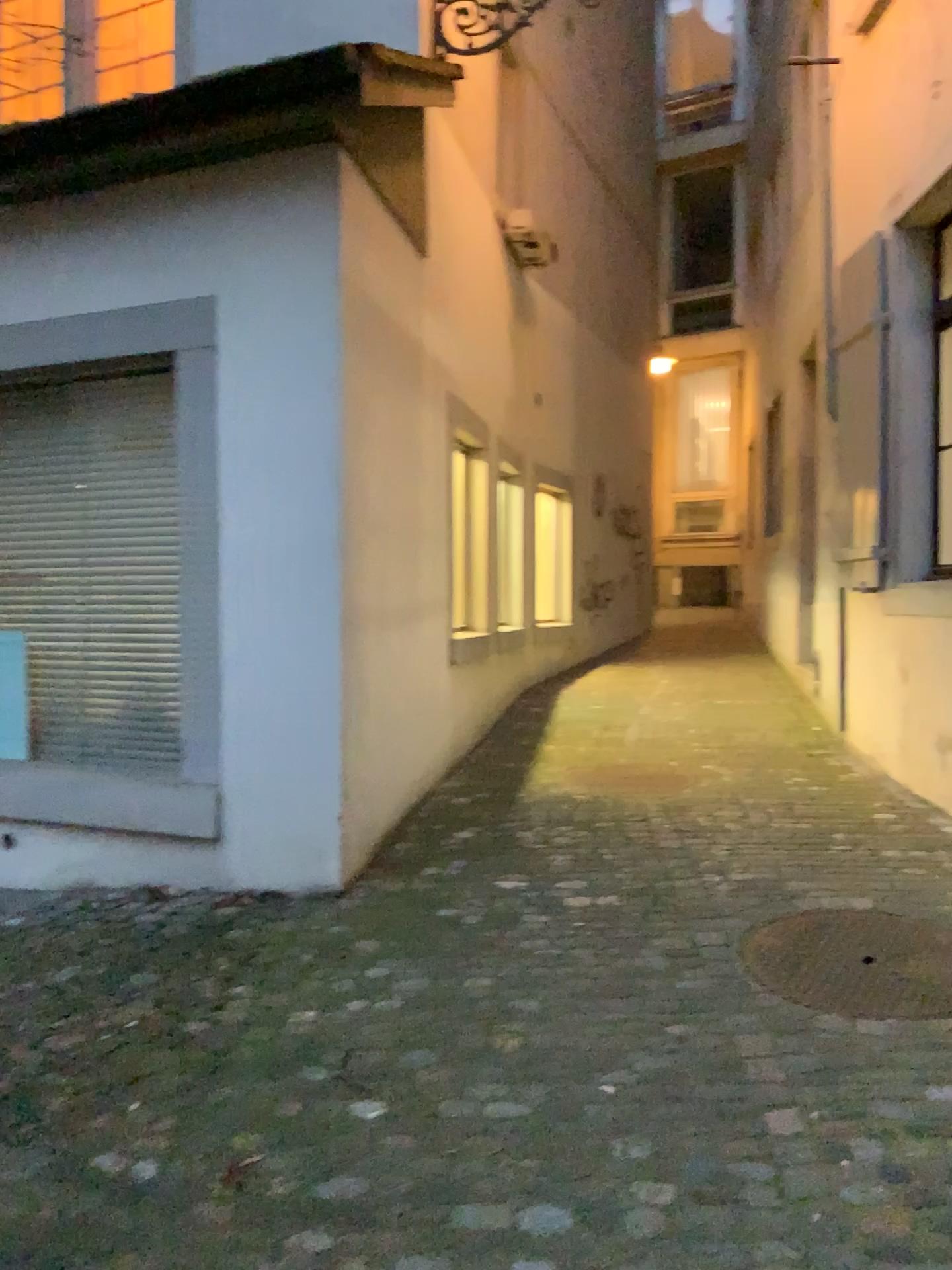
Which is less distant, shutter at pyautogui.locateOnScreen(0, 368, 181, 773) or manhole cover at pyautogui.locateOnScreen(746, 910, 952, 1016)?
manhole cover at pyautogui.locateOnScreen(746, 910, 952, 1016)

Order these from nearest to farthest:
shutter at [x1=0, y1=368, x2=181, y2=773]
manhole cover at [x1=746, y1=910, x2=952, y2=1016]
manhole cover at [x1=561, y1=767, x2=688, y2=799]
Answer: manhole cover at [x1=746, y1=910, x2=952, y2=1016] → shutter at [x1=0, y1=368, x2=181, y2=773] → manhole cover at [x1=561, y1=767, x2=688, y2=799]

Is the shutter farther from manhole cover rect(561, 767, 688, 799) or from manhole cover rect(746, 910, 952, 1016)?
manhole cover rect(746, 910, 952, 1016)

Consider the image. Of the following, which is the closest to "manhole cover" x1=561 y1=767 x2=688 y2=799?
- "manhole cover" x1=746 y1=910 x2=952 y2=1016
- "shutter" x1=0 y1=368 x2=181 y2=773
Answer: "manhole cover" x1=746 y1=910 x2=952 y2=1016

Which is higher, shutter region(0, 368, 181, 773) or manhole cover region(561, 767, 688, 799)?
shutter region(0, 368, 181, 773)

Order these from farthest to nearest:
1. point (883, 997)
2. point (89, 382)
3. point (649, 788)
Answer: point (649, 788) → point (89, 382) → point (883, 997)

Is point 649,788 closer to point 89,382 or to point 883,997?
point 883,997

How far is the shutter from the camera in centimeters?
455cm

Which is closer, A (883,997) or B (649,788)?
A (883,997)

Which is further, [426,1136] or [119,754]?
[119,754]
